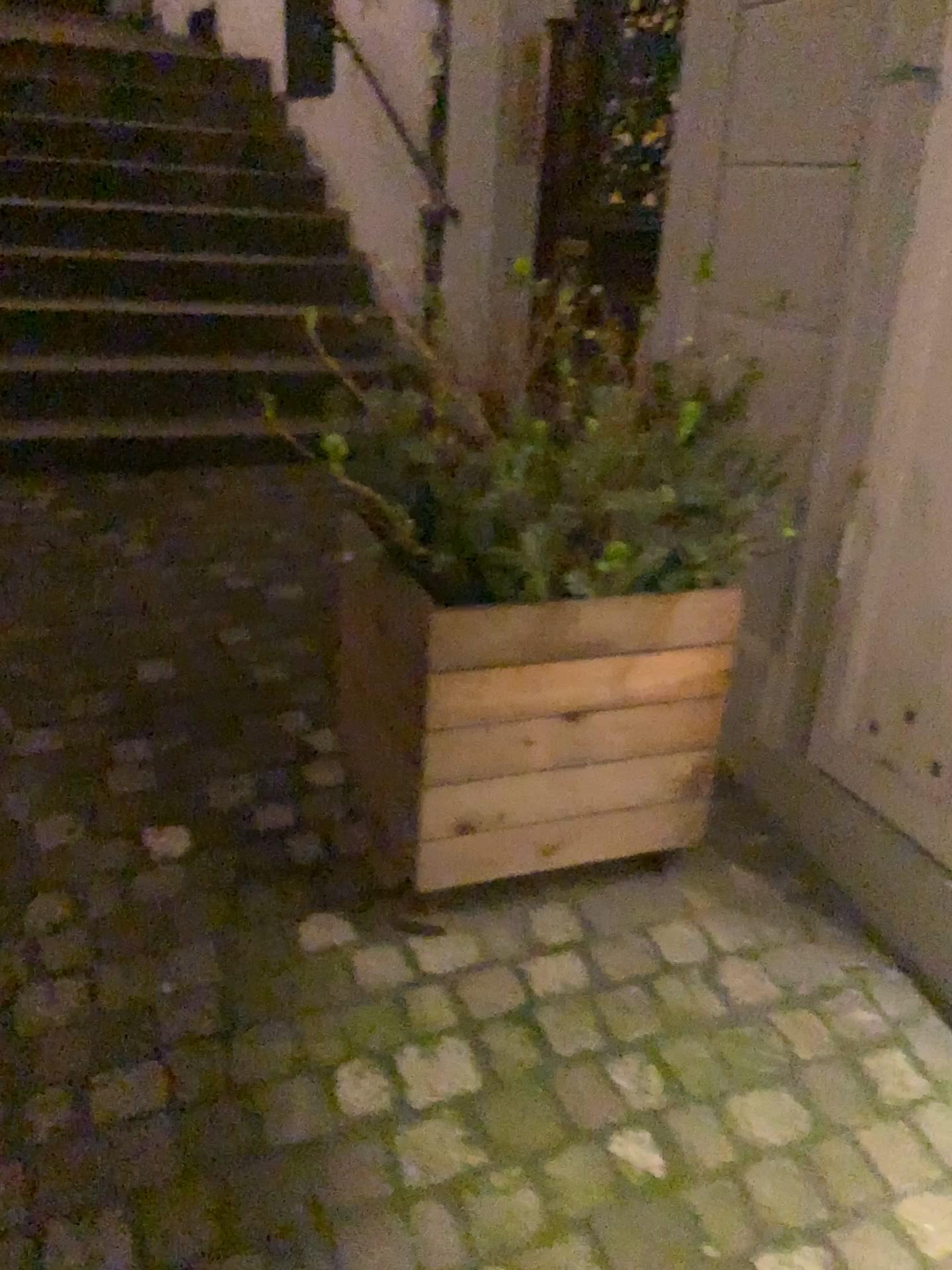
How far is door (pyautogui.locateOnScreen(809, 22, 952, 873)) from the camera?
1.6m

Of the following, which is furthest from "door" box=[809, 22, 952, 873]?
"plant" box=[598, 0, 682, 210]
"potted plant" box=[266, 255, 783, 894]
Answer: "plant" box=[598, 0, 682, 210]

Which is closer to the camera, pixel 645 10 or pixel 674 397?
pixel 674 397

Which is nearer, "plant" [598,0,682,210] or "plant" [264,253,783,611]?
"plant" [264,253,783,611]

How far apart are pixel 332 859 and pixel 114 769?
0.51m

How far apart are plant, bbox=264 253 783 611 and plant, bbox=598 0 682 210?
1.0 meters

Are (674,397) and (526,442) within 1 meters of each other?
yes

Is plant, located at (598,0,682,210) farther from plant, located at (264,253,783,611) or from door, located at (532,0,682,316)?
plant, located at (264,253,783,611)

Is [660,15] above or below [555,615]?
above

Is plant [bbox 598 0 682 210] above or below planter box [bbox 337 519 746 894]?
above
